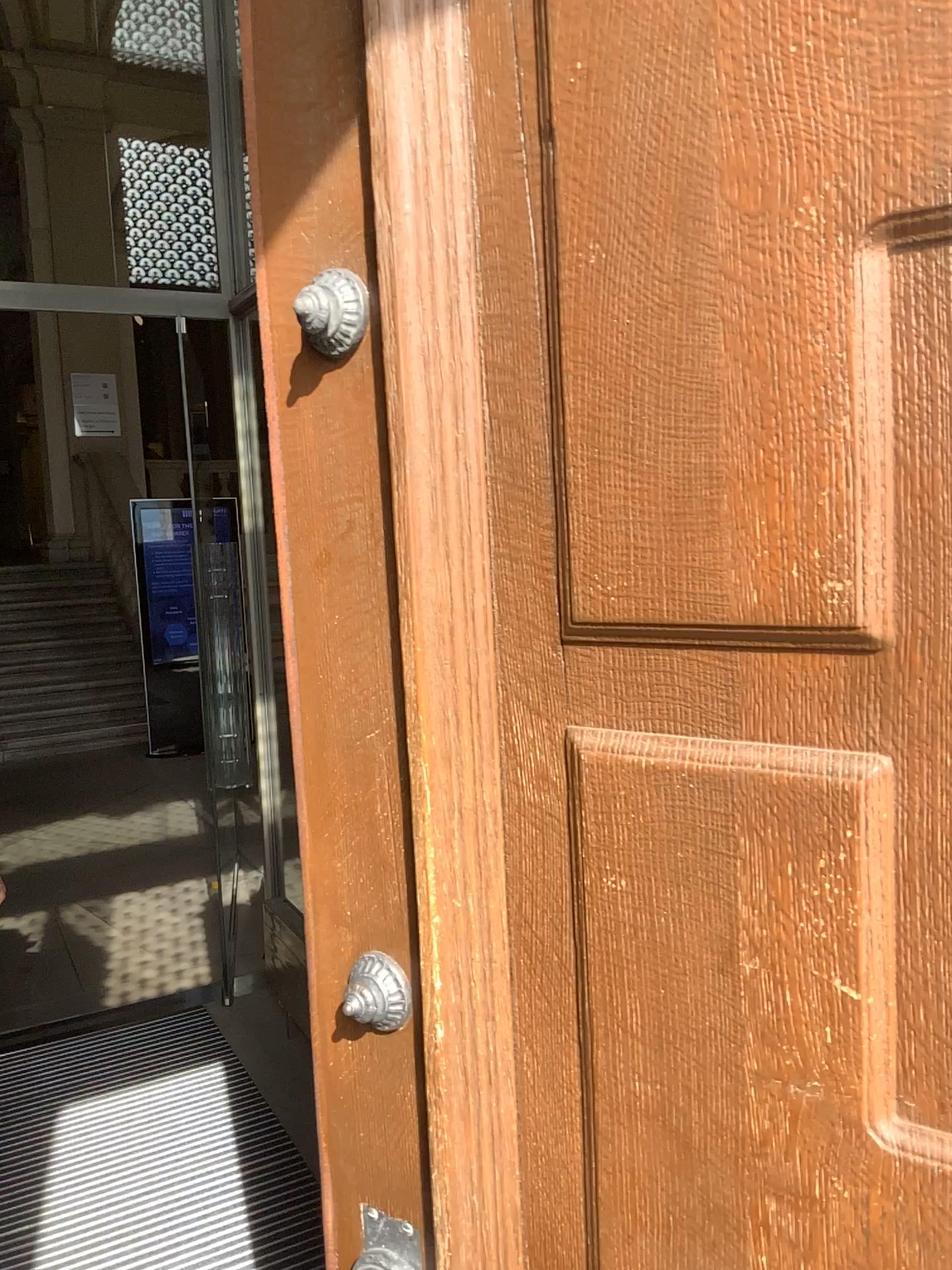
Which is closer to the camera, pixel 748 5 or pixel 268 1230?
pixel 748 5

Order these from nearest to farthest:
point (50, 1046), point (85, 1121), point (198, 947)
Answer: point (85, 1121)
point (50, 1046)
point (198, 947)

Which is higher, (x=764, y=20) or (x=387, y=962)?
(x=764, y=20)

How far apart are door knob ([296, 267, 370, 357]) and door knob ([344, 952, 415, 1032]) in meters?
0.5

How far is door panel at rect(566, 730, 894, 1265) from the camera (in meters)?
0.62

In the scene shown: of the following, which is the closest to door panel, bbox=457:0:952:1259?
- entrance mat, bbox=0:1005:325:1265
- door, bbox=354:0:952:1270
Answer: door, bbox=354:0:952:1270

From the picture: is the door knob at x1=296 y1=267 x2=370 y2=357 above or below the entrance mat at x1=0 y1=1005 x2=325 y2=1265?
above

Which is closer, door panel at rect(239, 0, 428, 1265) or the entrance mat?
door panel at rect(239, 0, 428, 1265)

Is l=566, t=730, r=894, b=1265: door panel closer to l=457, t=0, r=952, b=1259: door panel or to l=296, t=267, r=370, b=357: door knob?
l=457, t=0, r=952, b=1259: door panel

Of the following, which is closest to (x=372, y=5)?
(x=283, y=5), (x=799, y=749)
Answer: (x=283, y=5)
